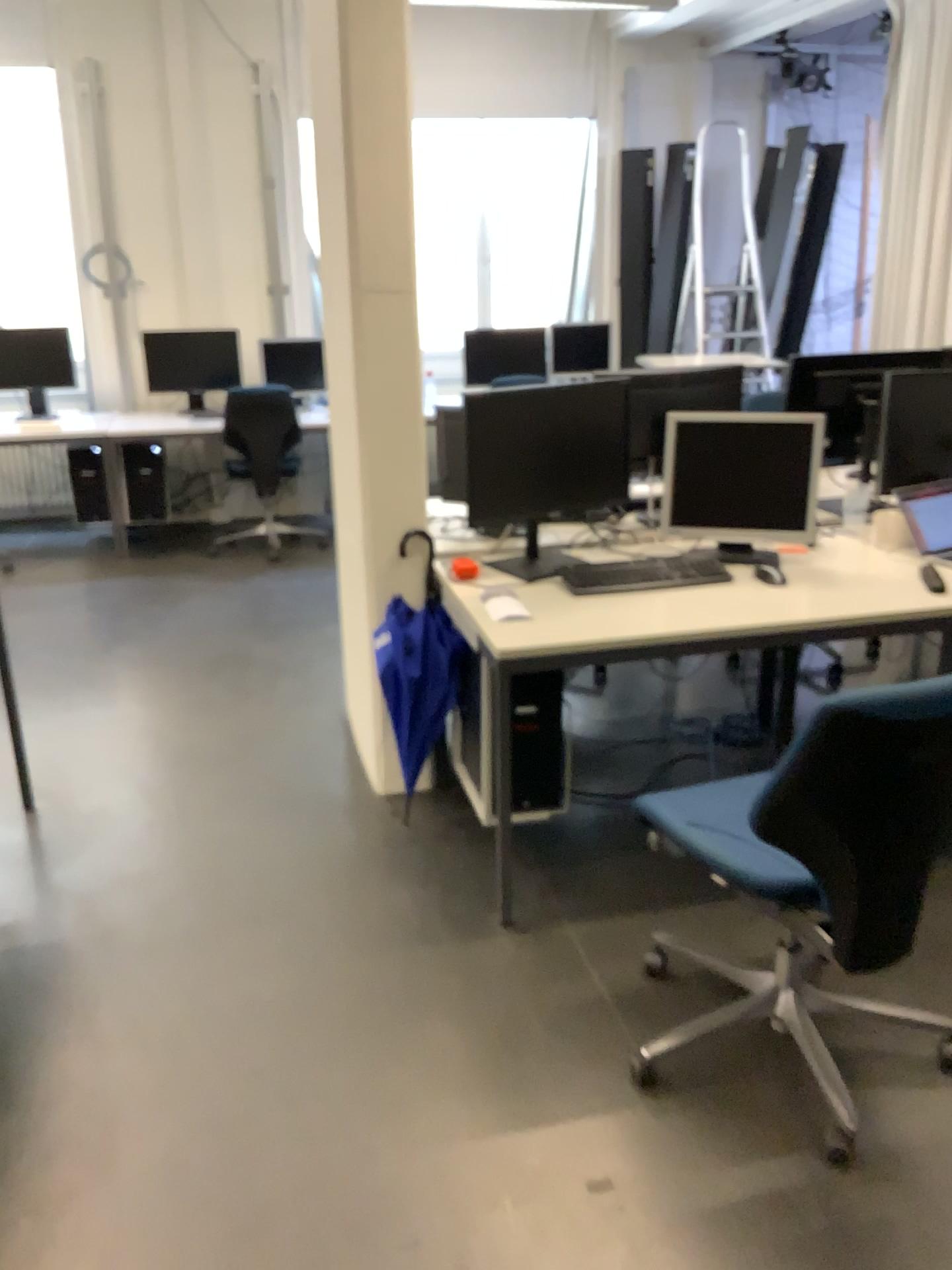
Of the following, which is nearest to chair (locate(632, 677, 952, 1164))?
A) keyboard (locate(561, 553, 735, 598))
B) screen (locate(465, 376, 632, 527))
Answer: keyboard (locate(561, 553, 735, 598))

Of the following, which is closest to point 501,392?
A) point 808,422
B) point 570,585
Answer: point 570,585

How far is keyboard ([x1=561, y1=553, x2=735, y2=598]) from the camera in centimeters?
281cm

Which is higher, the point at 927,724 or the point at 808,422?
the point at 808,422

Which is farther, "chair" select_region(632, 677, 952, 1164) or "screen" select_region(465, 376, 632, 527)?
"screen" select_region(465, 376, 632, 527)

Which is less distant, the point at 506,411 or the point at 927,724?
the point at 927,724

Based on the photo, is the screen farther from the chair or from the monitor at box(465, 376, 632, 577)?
the chair

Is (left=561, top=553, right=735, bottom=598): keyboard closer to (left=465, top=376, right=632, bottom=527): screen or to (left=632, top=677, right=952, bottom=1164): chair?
(left=465, top=376, right=632, bottom=527): screen

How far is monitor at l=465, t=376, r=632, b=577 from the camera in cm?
287

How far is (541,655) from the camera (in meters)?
2.47
